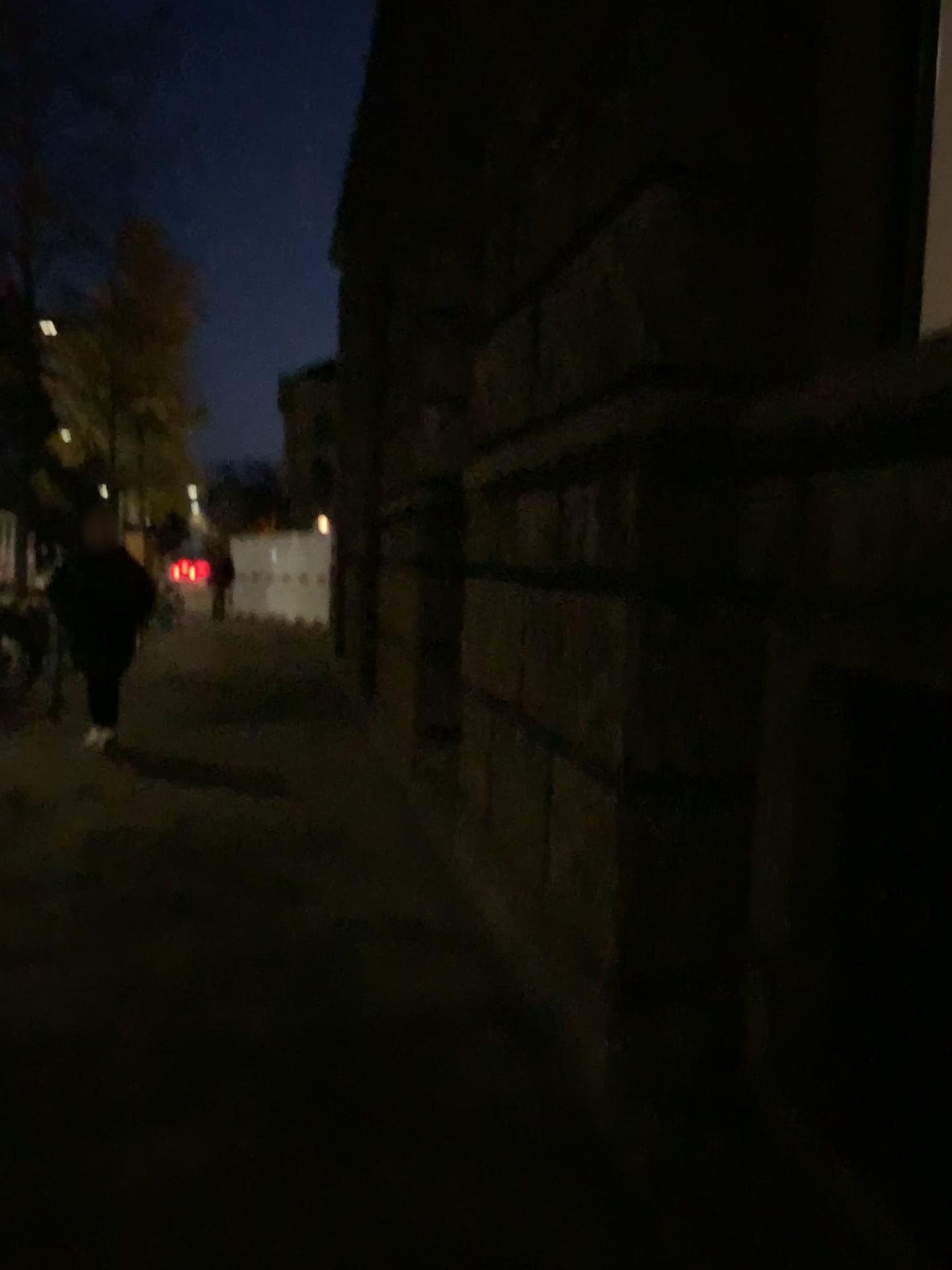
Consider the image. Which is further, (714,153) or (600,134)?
(600,134)
